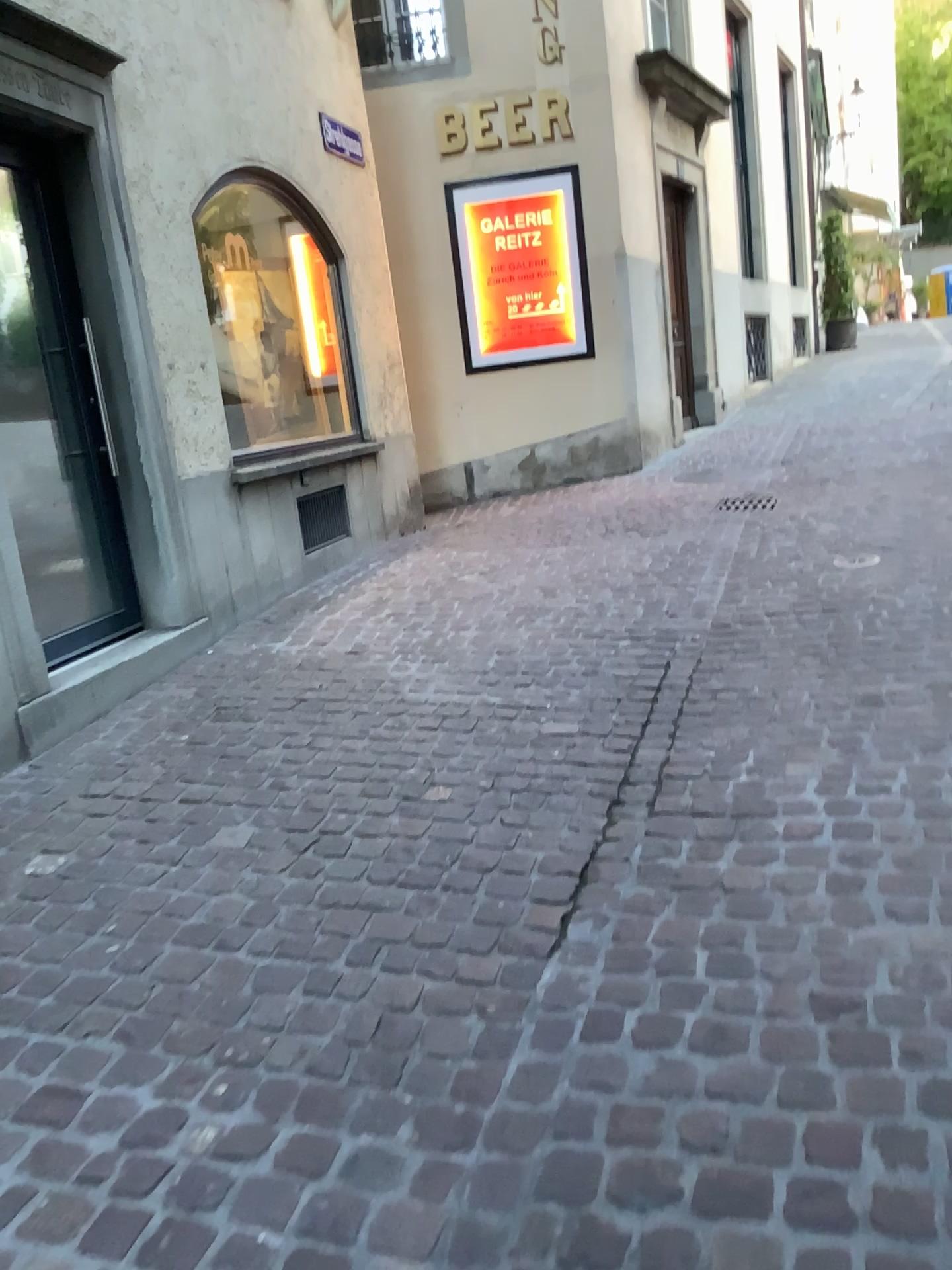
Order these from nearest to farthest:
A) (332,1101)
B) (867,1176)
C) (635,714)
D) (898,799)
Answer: (867,1176), (332,1101), (898,799), (635,714)

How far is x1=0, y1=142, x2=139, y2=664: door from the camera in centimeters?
384cm

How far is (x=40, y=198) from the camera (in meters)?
3.84
